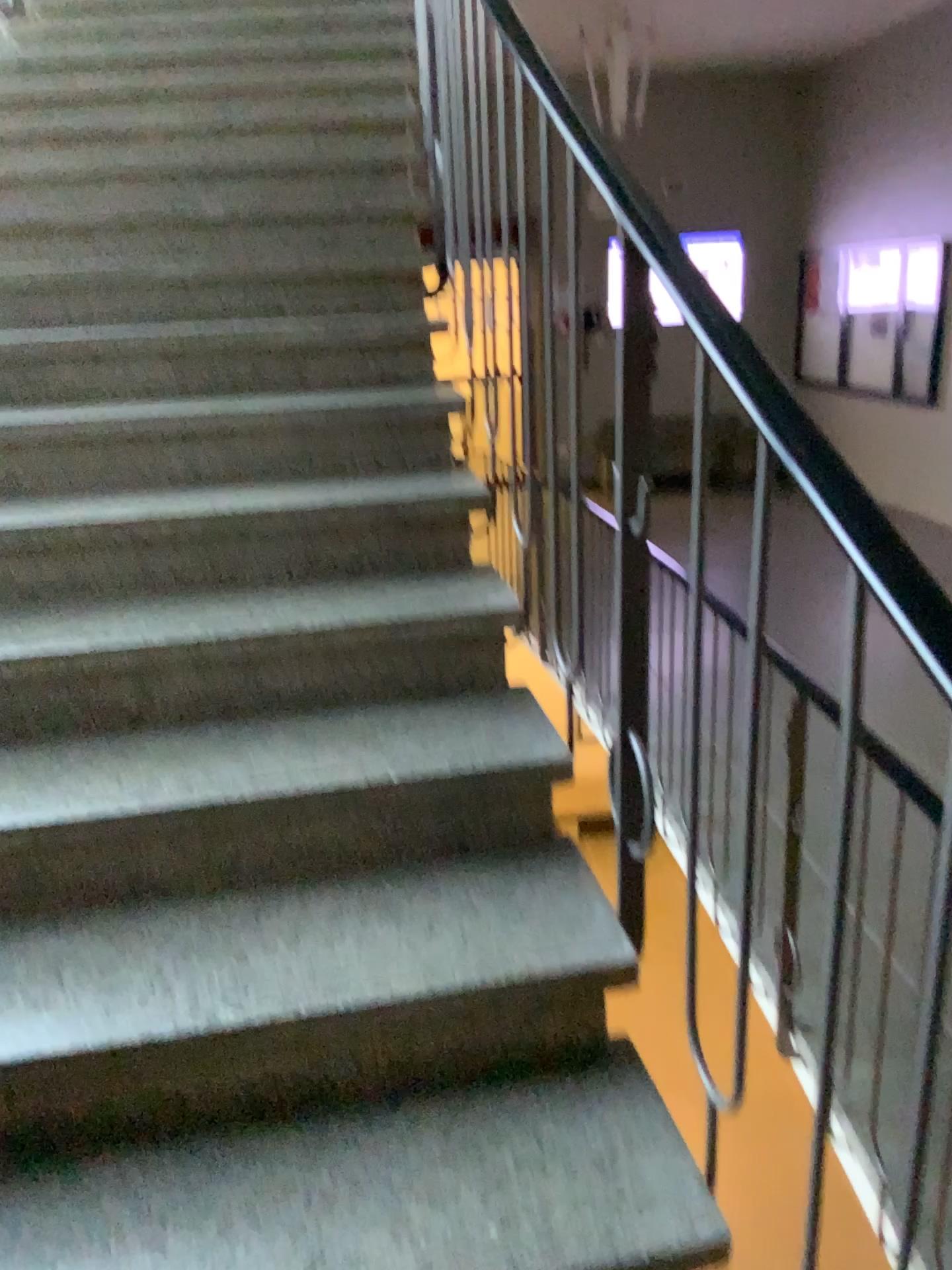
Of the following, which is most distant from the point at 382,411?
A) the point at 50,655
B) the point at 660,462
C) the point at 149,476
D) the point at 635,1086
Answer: the point at 635,1086
